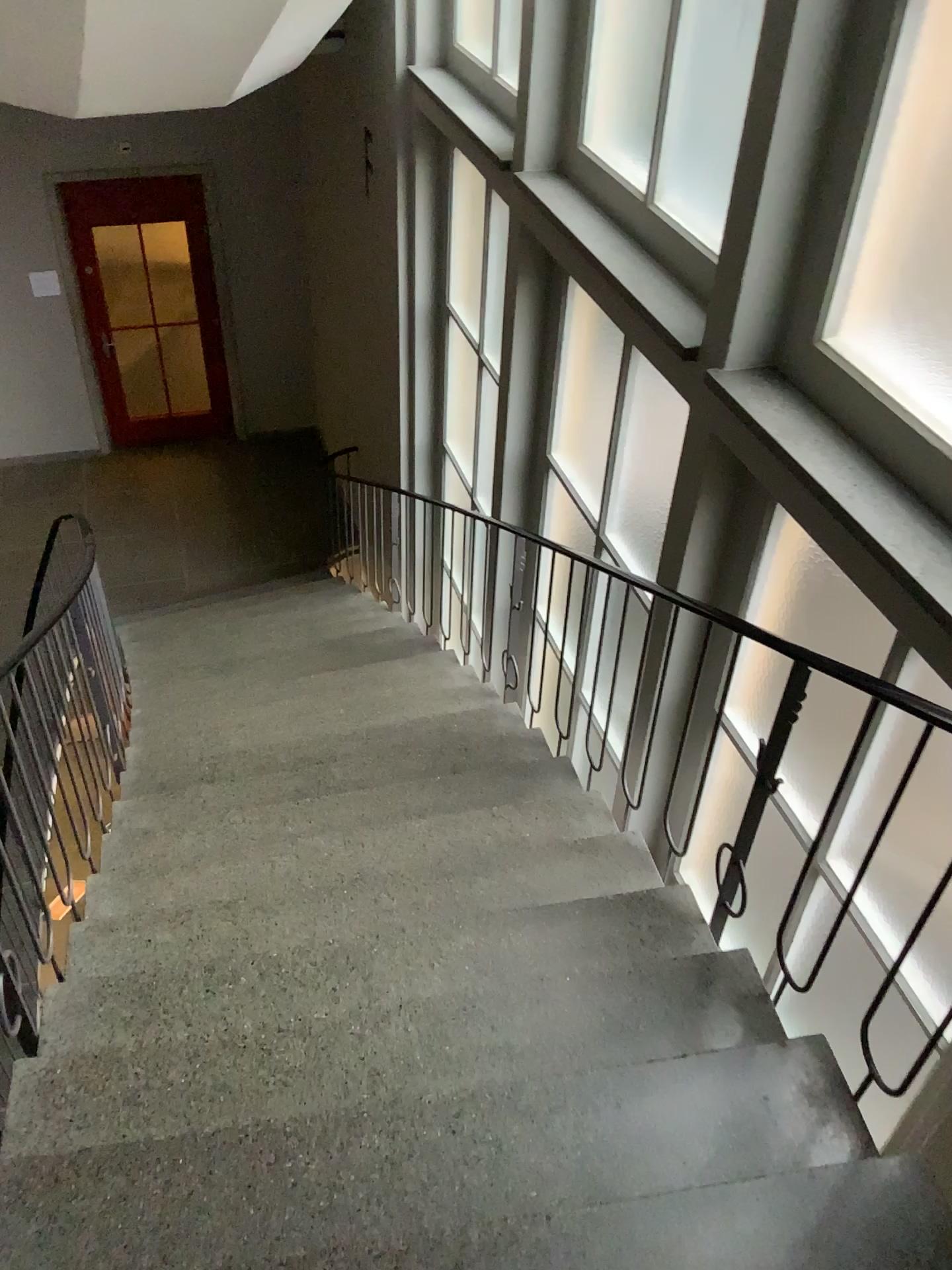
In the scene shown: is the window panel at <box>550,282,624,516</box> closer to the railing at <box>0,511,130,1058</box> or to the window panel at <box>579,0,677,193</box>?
the window panel at <box>579,0,677,193</box>

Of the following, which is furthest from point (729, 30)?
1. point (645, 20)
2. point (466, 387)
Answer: point (466, 387)

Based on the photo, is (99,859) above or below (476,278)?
below

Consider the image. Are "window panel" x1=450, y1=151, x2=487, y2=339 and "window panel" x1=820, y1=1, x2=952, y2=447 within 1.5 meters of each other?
no

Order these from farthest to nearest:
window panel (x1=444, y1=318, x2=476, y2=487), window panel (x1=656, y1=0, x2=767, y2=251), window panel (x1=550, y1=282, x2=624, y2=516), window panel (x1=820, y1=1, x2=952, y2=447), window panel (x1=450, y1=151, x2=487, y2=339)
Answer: window panel (x1=444, y1=318, x2=476, y2=487) → window panel (x1=450, y1=151, x2=487, y2=339) → window panel (x1=550, y1=282, x2=624, y2=516) → window panel (x1=656, y1=0, x2=767, y2=251) → window panel (x1=820, y1=1, x2=952, y2=447)

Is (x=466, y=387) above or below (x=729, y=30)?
below

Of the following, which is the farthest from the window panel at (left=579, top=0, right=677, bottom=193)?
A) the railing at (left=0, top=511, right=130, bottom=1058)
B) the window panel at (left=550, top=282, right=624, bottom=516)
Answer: the railing at (left=0, top=511, right=130, bottom=1058)

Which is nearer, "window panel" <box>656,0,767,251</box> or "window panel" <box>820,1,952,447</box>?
"window panel" <box>820,1,952,447</box>

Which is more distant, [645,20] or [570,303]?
[570,303]

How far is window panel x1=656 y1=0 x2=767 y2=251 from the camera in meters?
2.9
